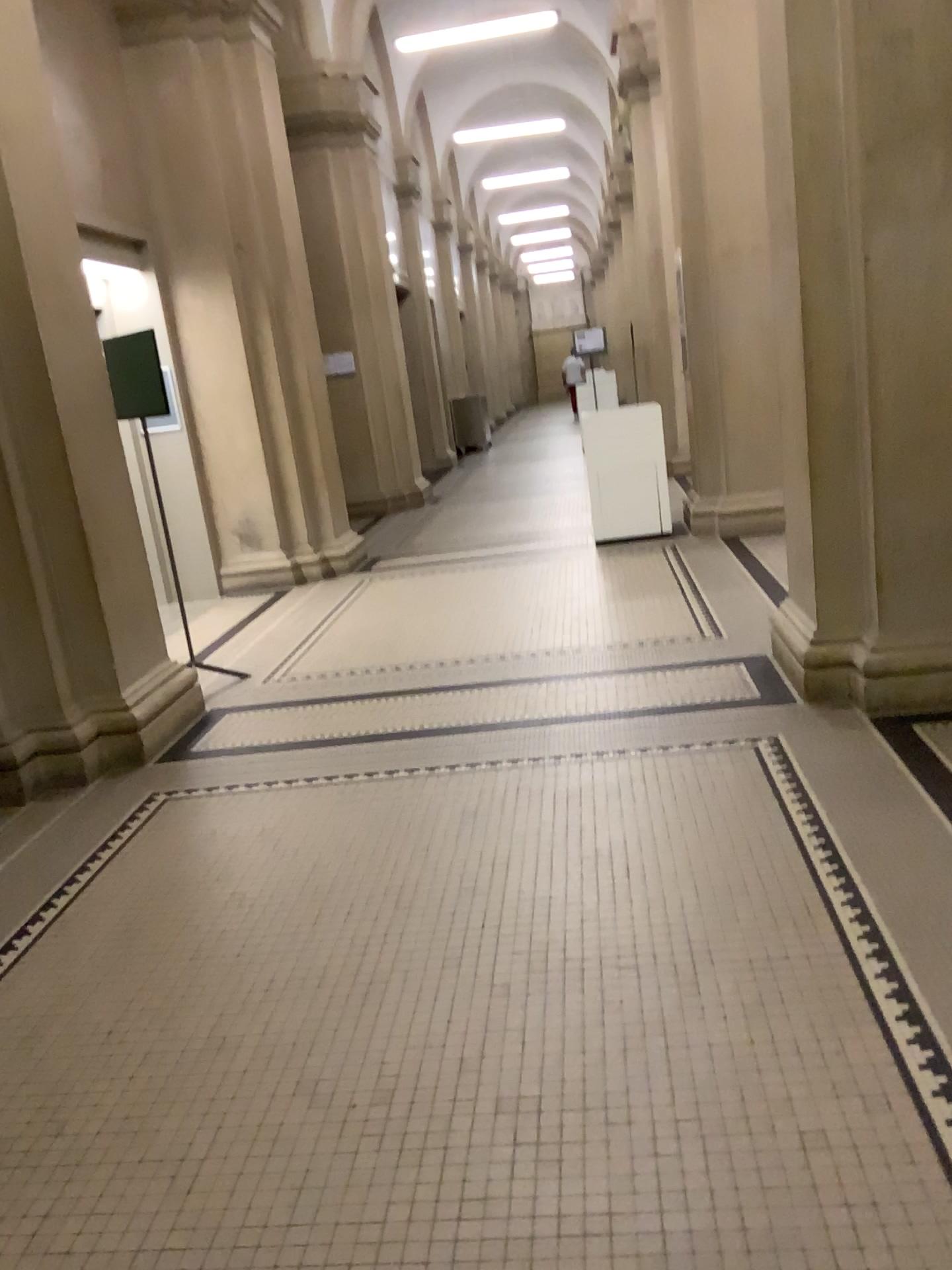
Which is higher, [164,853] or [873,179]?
[873,179]

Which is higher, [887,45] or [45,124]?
[45,124]

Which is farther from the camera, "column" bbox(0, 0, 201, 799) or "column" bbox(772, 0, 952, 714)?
"column" bbox(0, 0, 201, 799)

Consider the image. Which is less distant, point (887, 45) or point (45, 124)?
point (887, 45)
